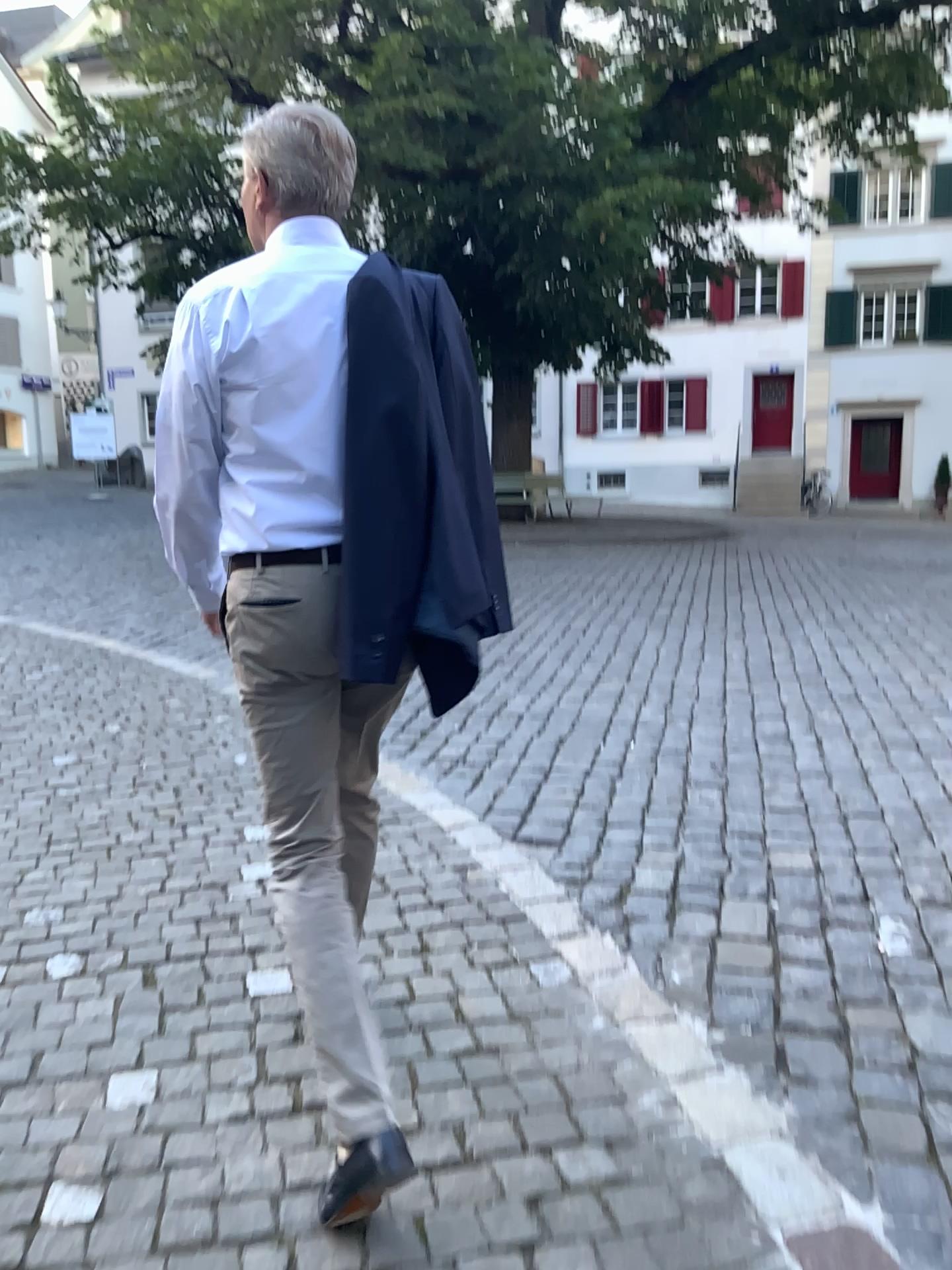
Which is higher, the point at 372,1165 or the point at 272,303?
the point at 272,303

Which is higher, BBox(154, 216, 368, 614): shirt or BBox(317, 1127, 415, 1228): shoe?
BBox(154, 216, 368, 614): shirt

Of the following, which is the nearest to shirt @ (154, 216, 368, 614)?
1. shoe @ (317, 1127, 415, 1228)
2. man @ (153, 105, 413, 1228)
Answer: man @ (153, 105, 413, 1228)

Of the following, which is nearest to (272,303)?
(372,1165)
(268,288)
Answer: (268,288)

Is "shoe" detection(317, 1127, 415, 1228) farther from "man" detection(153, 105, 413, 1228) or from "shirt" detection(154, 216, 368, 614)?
"shirt" detection(154, 216, 368, 614)

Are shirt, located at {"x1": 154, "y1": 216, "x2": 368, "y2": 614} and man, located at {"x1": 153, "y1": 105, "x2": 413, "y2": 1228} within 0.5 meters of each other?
yes

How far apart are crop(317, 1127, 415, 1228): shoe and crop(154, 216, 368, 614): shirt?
1.0 meters

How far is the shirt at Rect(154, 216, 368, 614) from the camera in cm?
170

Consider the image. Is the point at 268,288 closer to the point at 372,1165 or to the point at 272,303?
the point at 272,303

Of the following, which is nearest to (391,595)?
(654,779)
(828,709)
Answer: (654,779)
